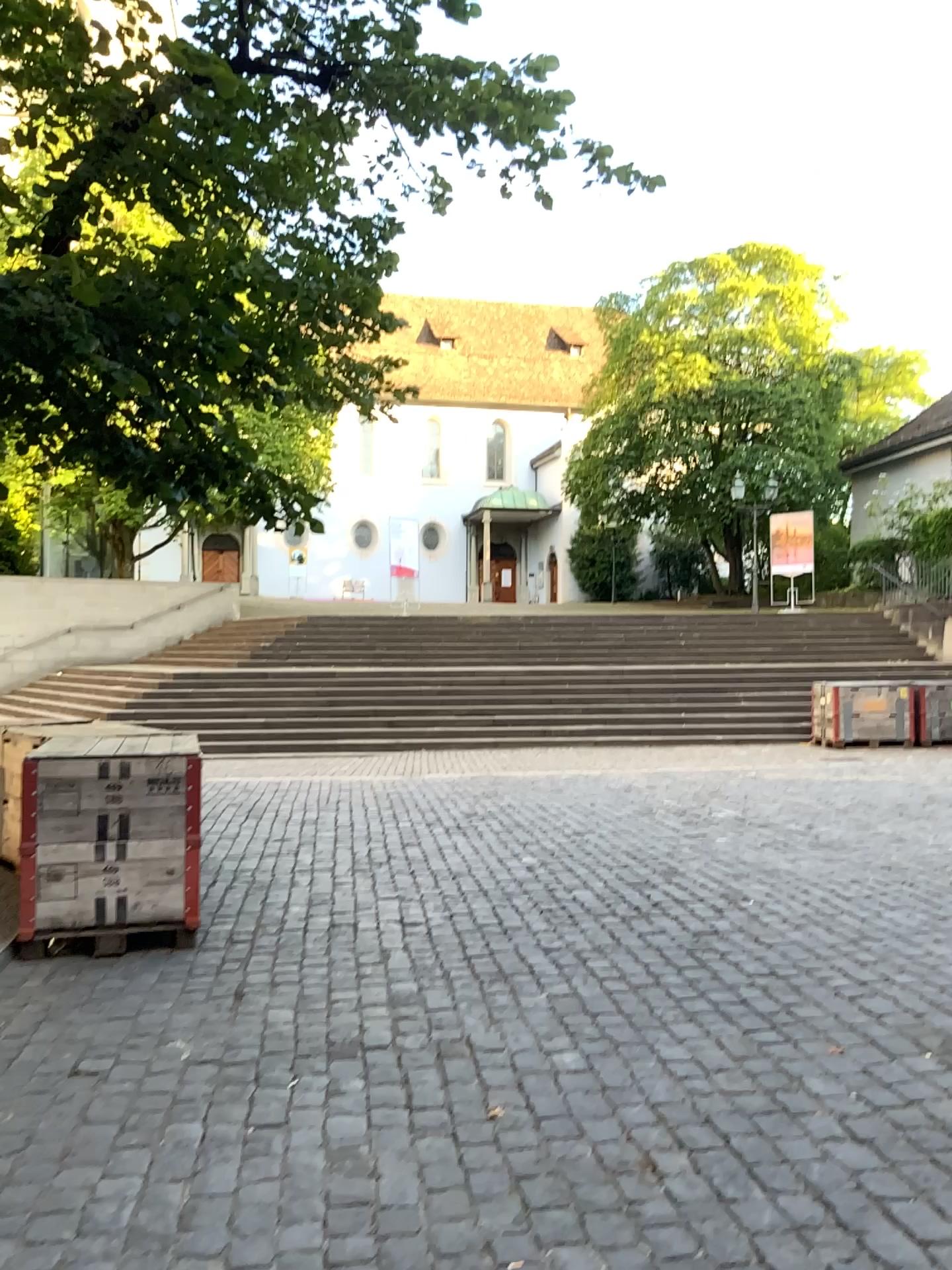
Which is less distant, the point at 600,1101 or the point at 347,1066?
the point at 600,1101
